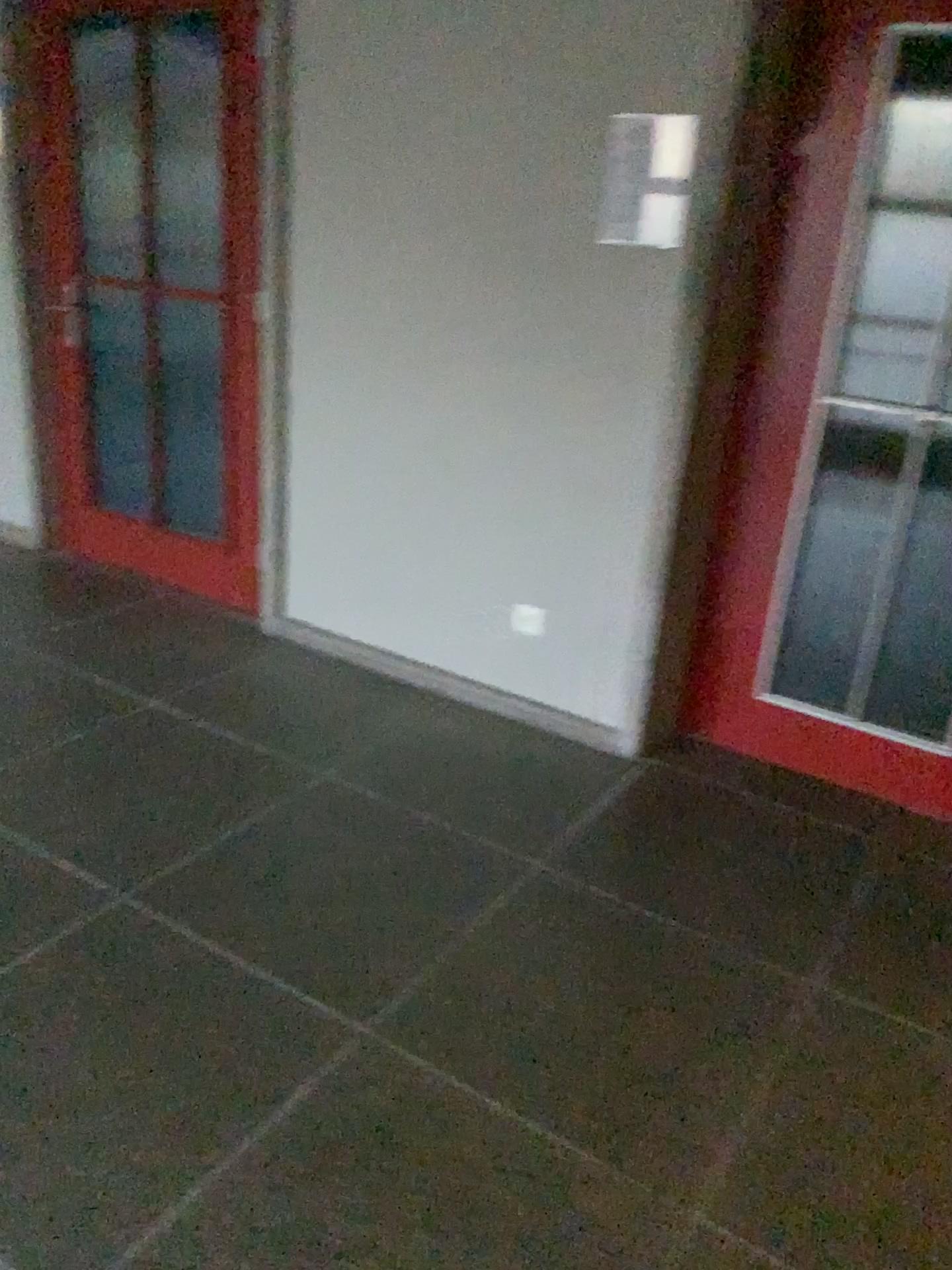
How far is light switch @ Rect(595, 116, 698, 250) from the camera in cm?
261

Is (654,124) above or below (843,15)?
below

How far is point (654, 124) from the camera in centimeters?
261cm

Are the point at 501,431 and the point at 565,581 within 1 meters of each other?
yes
